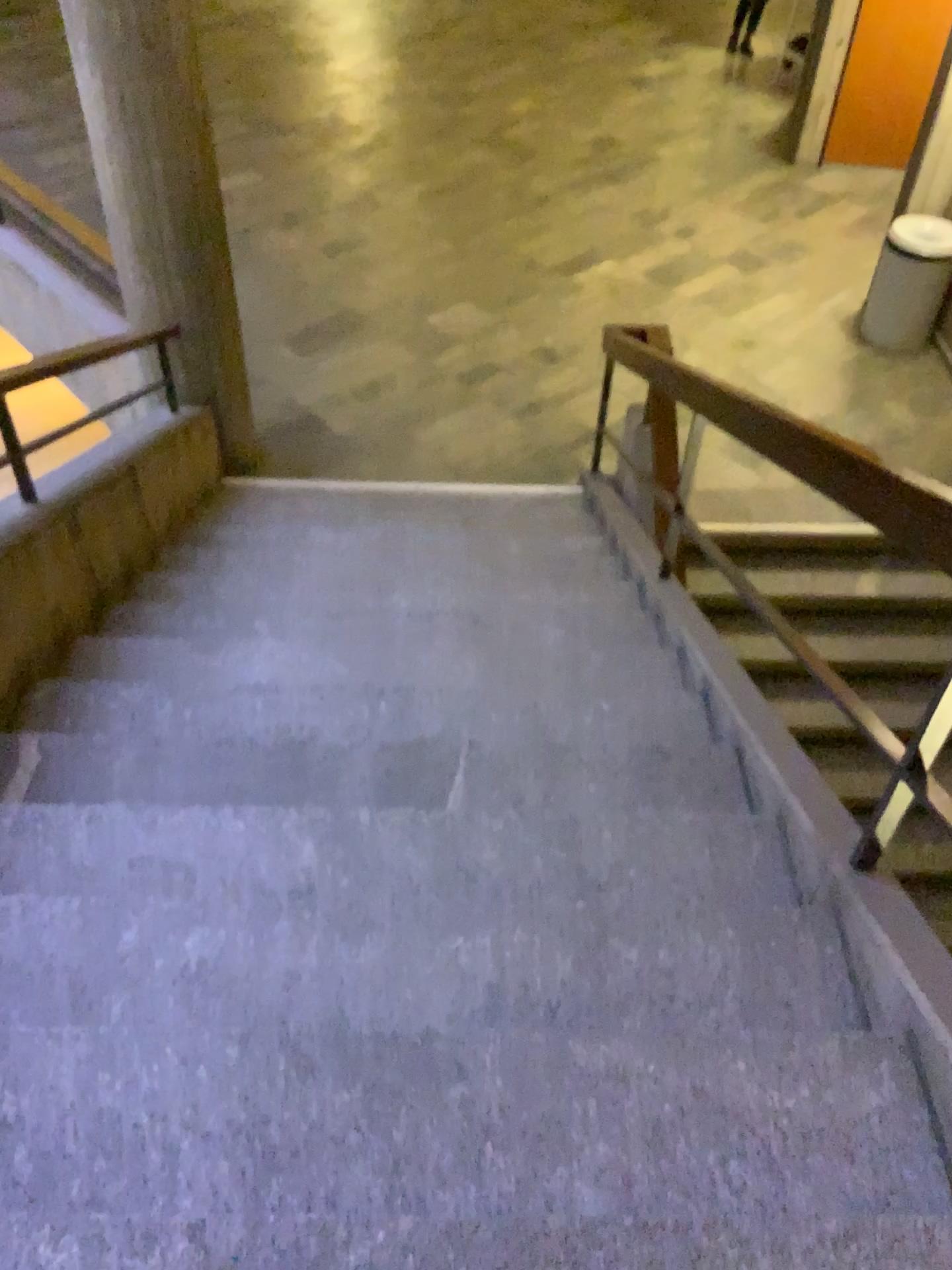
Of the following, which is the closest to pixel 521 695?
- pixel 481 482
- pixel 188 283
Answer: pixel 481 482
